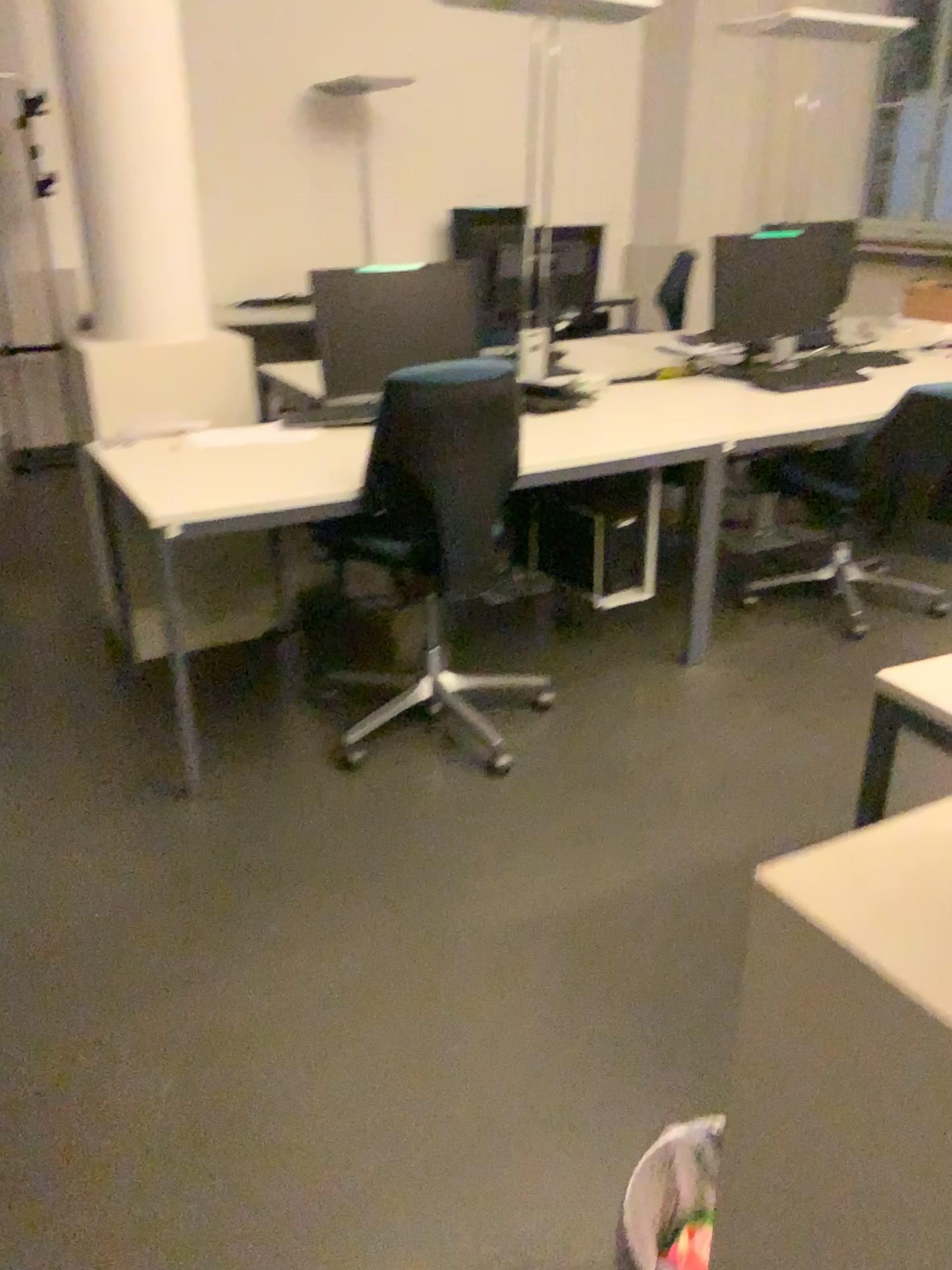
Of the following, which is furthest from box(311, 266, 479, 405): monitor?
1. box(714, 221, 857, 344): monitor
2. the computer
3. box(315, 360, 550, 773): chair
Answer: box(714, 221, 857, 344): monitor

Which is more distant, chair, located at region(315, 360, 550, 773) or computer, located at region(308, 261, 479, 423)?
computer, located at region(308, 261, 479, 423)

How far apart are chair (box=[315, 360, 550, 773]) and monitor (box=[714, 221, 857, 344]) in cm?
146

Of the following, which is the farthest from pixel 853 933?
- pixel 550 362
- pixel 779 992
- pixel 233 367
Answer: pixel 550 362

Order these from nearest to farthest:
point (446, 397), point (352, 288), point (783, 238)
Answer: point (446, 397) < point (352, 288) < point (783, 238)

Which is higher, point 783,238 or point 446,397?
point 783,238

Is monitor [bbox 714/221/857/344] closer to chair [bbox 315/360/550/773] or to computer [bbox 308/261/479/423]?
computer [bbox 308/261/479/423]

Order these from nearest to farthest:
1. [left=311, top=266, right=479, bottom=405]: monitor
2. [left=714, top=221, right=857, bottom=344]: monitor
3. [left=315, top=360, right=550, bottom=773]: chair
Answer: [left=315, top=360, right=550, bottom=773]: chair, [left=311, top=266, right=479, bottom=405]: monitor, [left=714, top=221, right=857, bottom=344]: monitor

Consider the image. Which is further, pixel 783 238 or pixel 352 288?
pixel 783 238

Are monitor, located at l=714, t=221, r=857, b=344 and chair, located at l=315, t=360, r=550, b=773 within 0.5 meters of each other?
no
